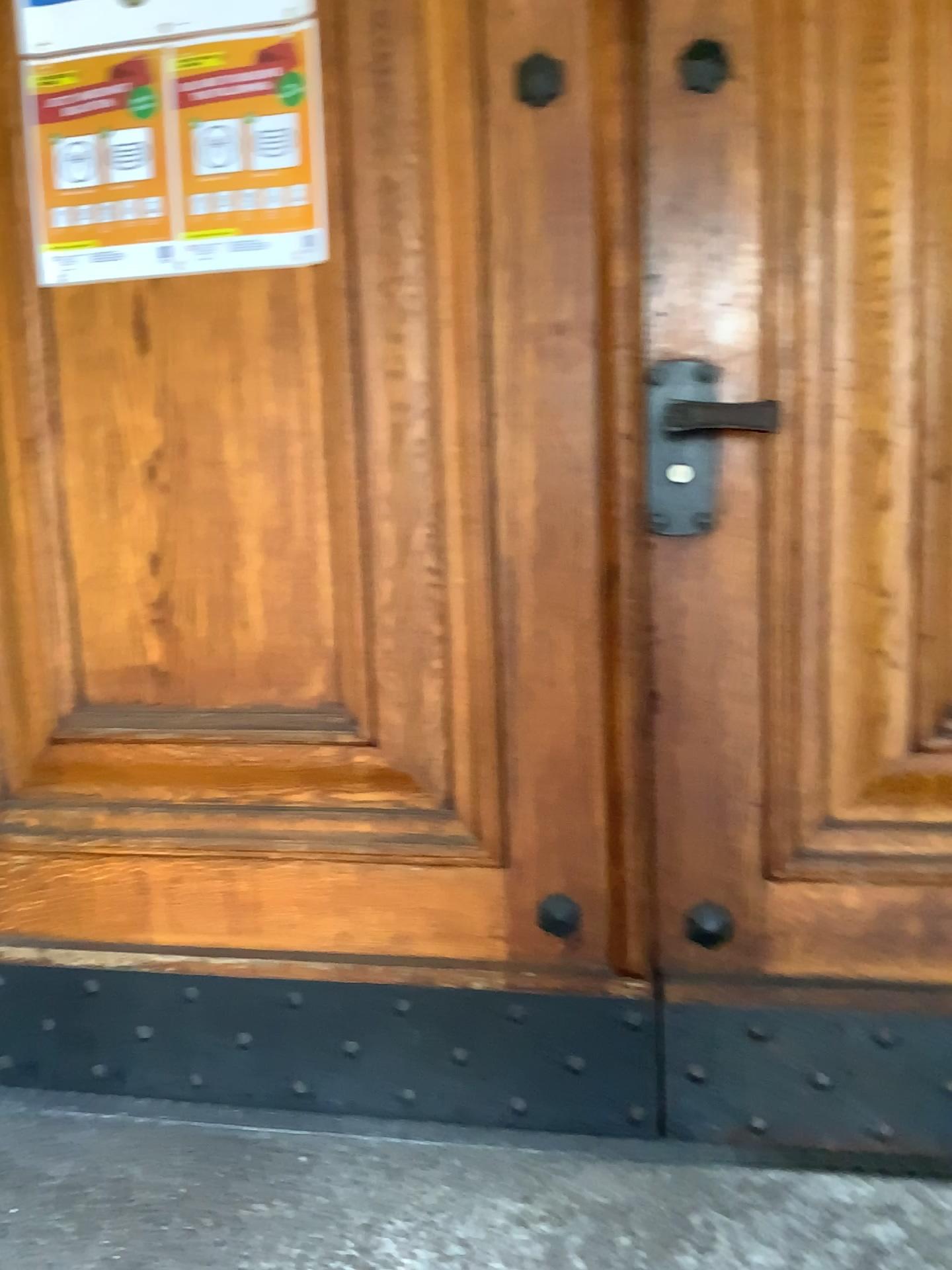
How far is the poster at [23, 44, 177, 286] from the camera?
1.4 meters

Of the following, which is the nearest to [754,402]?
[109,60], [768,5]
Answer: [768,5]

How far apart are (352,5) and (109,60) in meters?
0.3

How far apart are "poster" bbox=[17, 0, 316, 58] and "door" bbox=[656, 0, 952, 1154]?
0.46m

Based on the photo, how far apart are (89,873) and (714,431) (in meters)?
1.12

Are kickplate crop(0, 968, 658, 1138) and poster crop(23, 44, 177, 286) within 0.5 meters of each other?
no

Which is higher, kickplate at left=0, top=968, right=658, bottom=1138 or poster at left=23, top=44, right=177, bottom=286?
poster at left=23, top=44, right=177, bottom=286

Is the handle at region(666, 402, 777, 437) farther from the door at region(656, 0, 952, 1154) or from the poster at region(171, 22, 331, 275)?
the poster at region(171, 22, 331, 275)

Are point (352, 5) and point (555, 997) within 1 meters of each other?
no

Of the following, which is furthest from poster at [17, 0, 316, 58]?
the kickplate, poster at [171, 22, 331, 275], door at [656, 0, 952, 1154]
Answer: the kickplate
